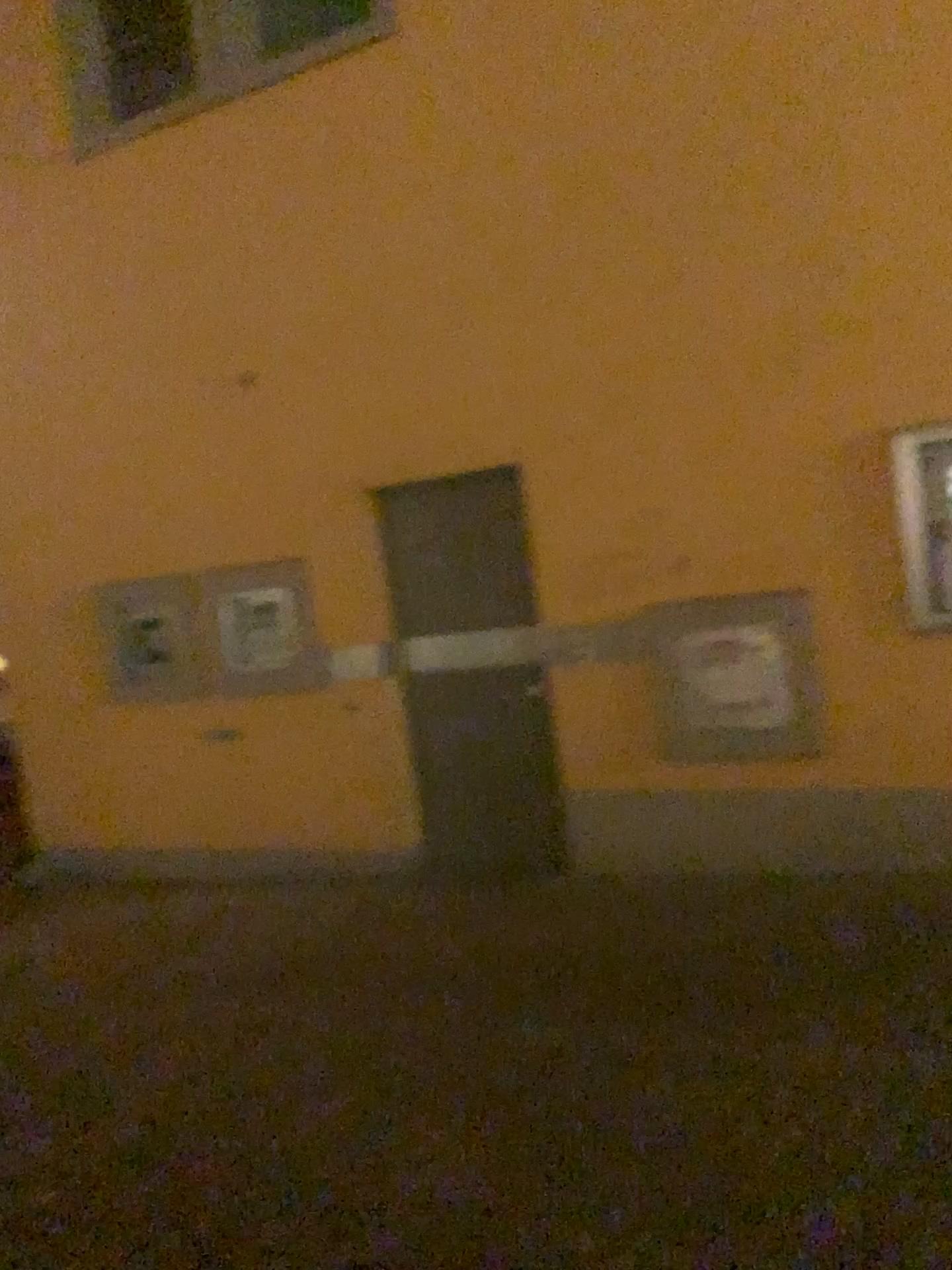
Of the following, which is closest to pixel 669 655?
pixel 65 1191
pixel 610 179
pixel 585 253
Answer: pixel 585 253

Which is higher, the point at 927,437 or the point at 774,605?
the point at 927,437

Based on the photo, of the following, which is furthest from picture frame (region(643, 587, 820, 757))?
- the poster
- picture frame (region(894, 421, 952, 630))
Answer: picture frame (region(894, 421, 952, 630))

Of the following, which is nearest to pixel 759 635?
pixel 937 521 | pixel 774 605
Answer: pixel 774 605

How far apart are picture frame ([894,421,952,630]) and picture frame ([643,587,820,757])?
0.41m

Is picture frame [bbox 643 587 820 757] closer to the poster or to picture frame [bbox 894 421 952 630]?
the poster

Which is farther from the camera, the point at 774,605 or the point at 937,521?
the point at 774,605

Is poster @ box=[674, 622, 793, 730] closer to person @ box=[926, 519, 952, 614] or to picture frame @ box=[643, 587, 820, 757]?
picture frame @ box=[643, 587, 820, 757]

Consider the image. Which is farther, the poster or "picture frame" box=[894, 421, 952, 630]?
the poster

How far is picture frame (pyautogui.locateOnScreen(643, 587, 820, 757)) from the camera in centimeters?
457cm
